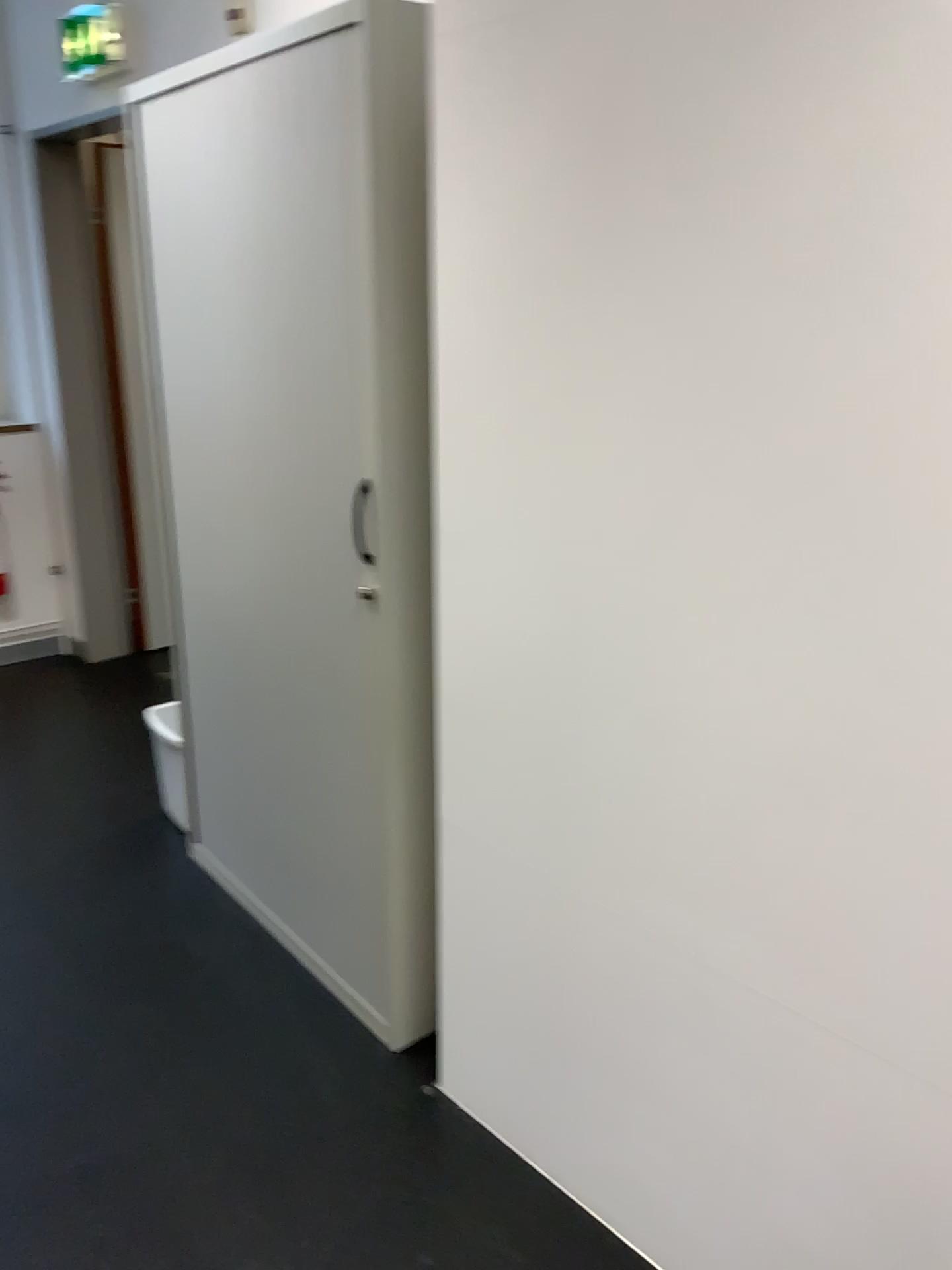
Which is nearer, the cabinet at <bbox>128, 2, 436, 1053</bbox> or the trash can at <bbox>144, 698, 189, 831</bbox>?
the cabinet at <bbox>128, 2, 436, 1053</bbox>

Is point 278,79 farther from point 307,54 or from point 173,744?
point 173,744

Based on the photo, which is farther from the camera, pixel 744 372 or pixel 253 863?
pixel 253 863

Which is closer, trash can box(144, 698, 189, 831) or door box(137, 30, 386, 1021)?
door box(137, 30, 386, 1021)

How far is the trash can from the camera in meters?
2.8 m

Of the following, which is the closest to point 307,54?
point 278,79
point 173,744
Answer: point 278,79

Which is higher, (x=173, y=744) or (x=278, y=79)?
(x=278, y=79)
